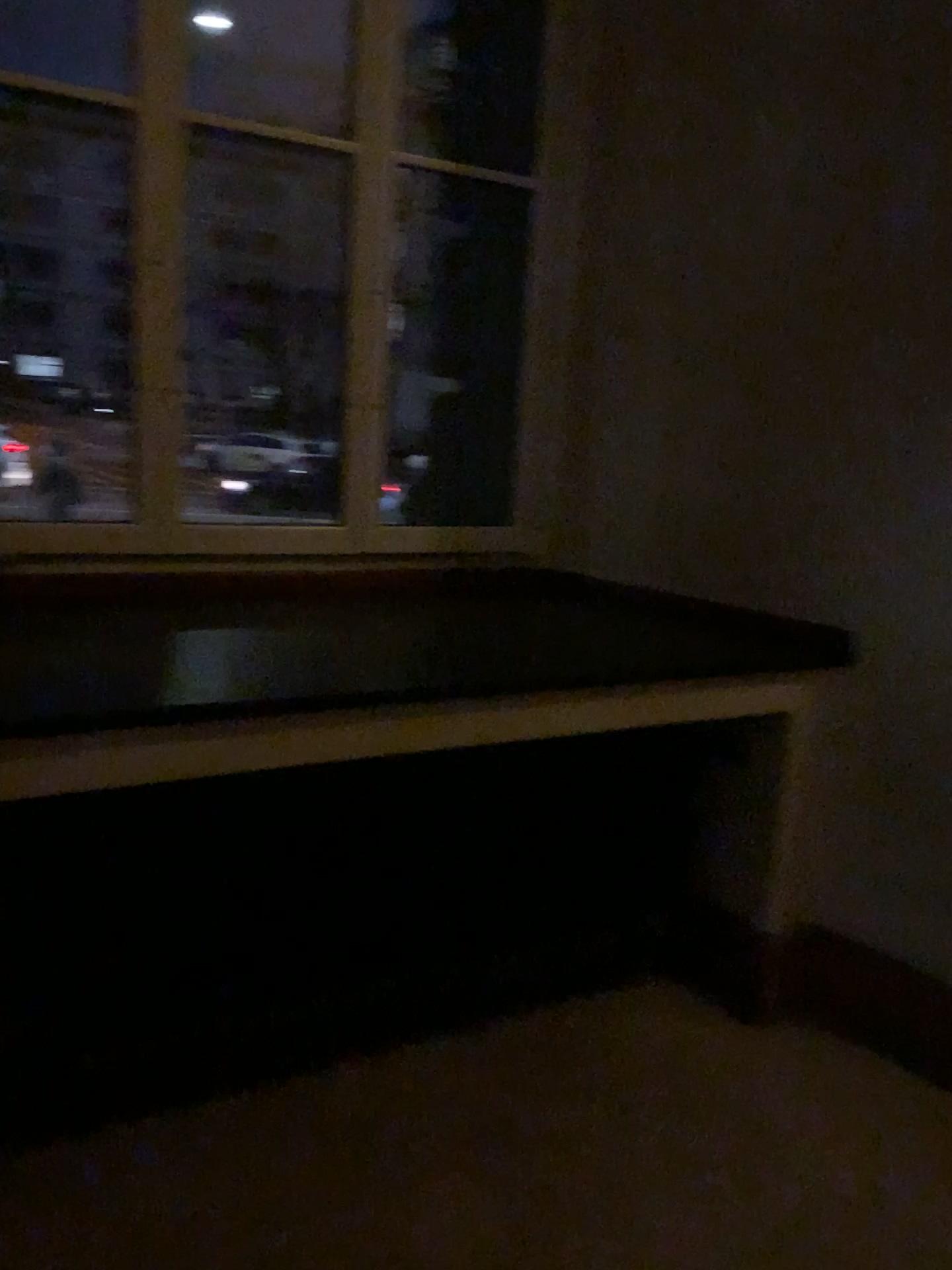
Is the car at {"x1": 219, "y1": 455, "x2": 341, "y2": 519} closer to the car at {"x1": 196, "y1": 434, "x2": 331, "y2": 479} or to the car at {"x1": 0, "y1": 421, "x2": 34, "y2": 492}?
the car at {"x1": 196, "y1": 434, "x2": 331, "y2": 479}

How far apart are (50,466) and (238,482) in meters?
0.5

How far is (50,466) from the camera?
2.47m

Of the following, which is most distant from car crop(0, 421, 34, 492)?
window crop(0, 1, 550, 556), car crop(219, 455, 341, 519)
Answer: car crop(219, 455, 341, 519)

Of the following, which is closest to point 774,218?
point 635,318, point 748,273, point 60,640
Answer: point 748,273

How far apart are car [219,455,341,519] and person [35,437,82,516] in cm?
39

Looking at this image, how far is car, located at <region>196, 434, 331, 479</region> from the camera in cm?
271

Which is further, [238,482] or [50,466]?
[238,482]

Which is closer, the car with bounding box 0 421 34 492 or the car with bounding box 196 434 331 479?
the car with bounding box 0 421 34 492
